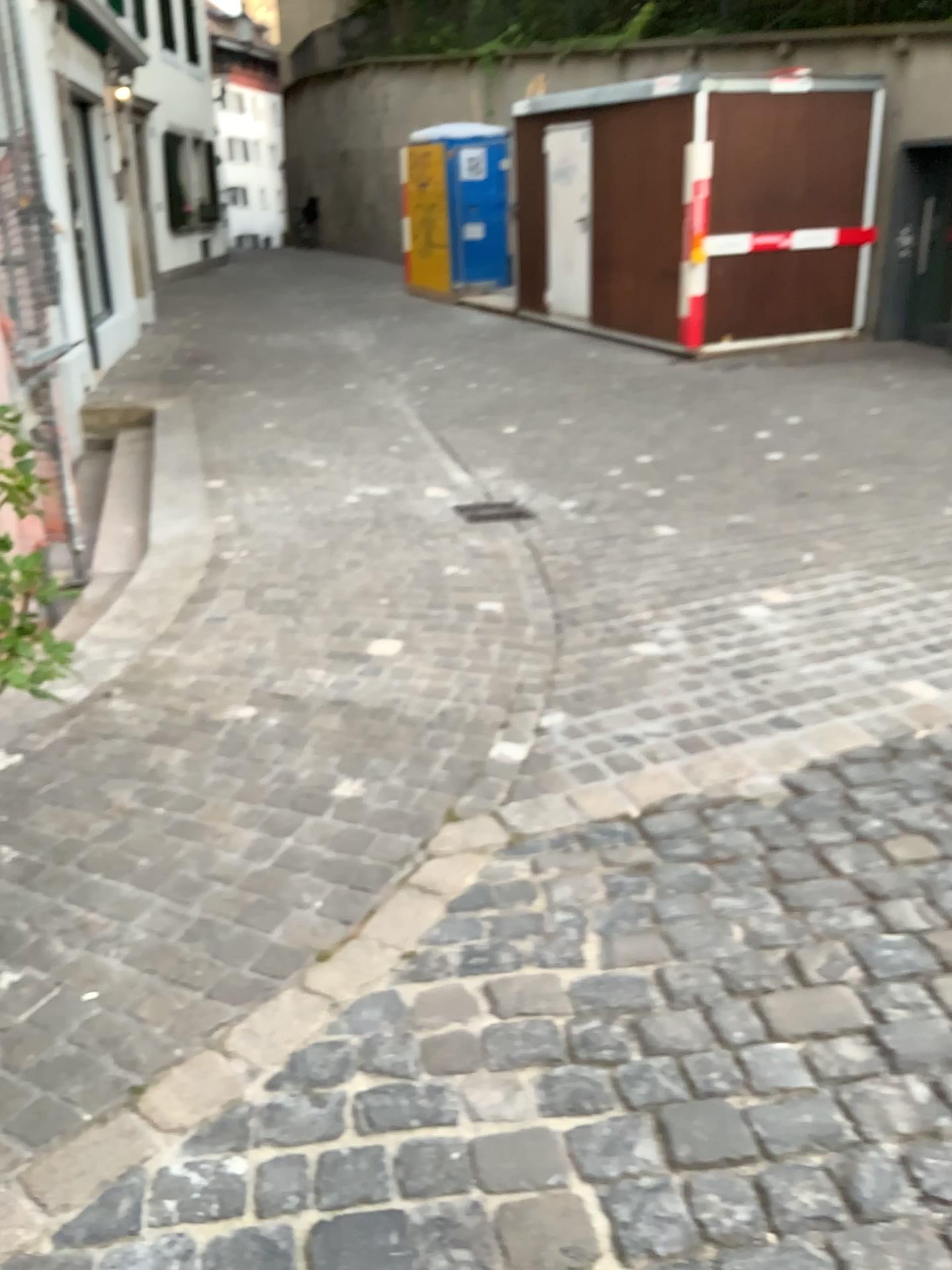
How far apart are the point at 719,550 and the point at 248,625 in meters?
2.2
